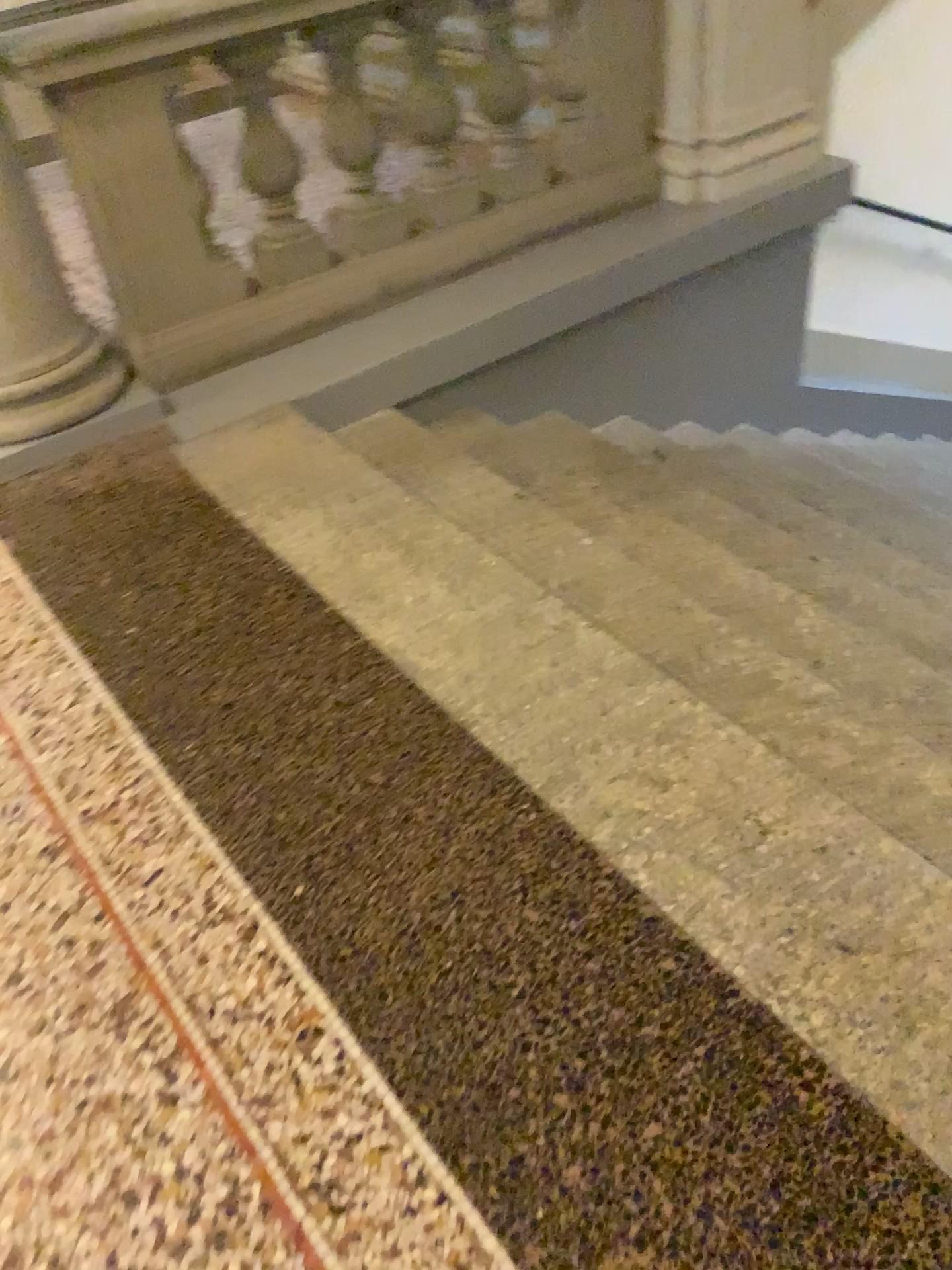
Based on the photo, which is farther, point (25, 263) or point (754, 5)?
point (754, 5)

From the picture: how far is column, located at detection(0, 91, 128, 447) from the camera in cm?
261

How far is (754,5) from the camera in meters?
3.4 m

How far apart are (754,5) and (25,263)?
2.4m

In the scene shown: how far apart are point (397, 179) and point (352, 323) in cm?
138

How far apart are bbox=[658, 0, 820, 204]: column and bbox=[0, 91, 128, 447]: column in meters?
2.0 m

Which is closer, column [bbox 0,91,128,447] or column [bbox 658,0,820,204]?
column [bbox 0,91,128,447]

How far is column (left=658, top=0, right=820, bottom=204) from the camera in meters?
3.4
